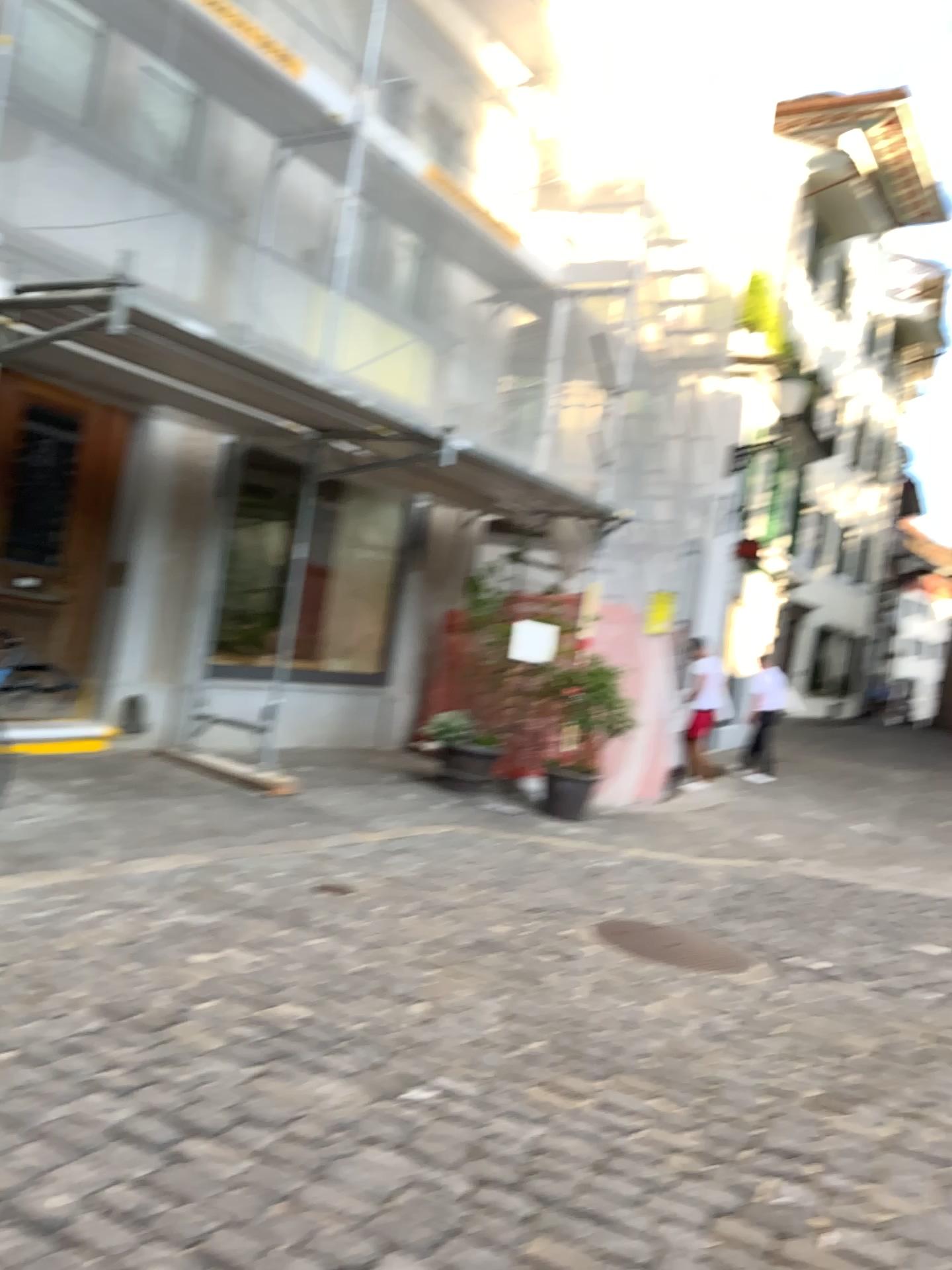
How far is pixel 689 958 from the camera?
4.4m

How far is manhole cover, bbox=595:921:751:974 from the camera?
4.5 meters

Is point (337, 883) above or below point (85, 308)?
below
